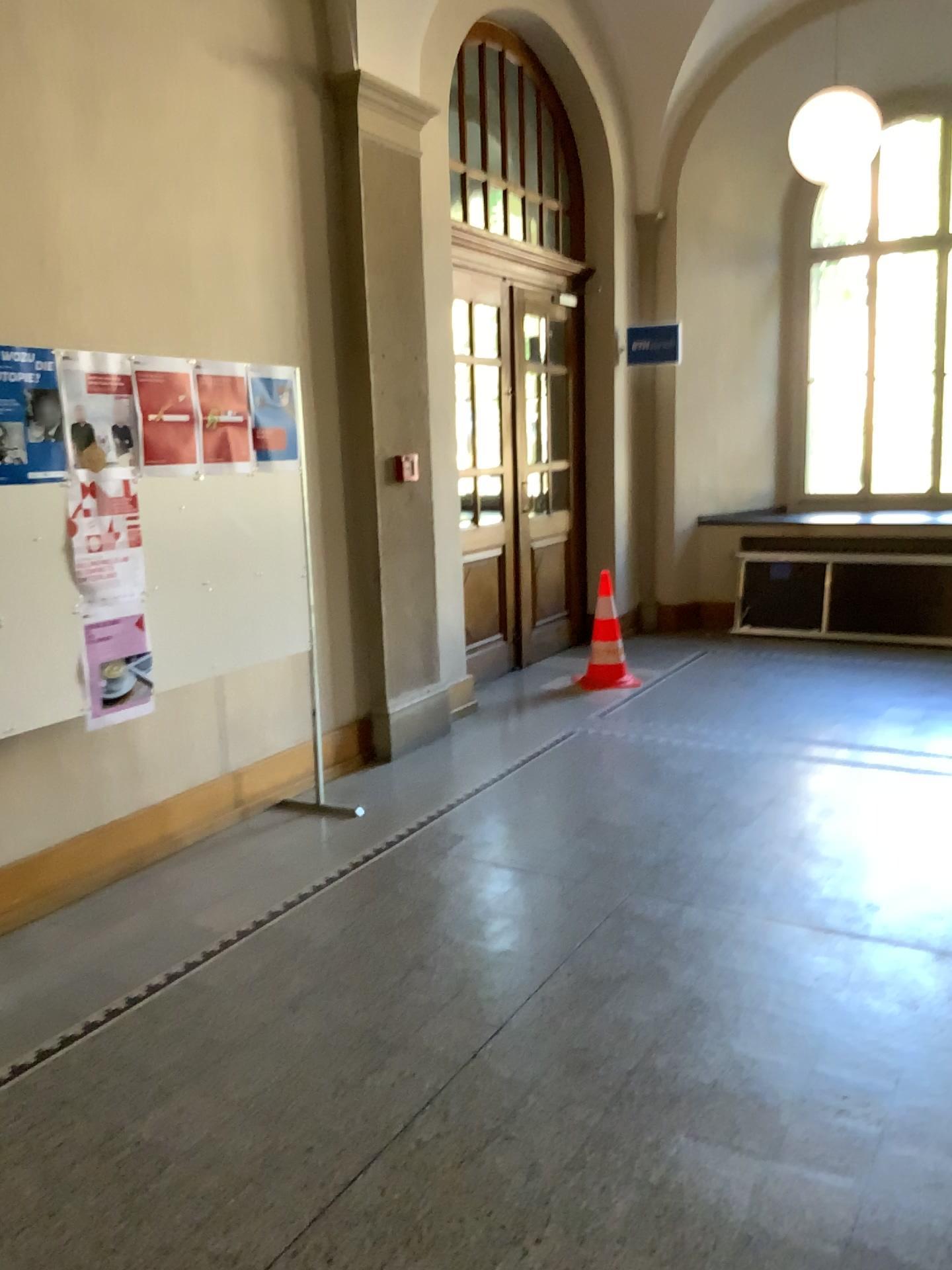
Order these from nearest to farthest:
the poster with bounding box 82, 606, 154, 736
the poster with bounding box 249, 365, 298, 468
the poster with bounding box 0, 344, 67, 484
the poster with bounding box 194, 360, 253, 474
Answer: the poster with bounding box 0, 344, 67, 484, the poster with bounding box 82, 606, 154, 736, the poster with bounding box 194, 360, 253, 474, the poster with bounding box 249, 365, 298, 468

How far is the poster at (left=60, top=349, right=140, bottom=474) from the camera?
3.5m

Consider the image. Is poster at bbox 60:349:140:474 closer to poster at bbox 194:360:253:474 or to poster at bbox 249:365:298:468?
poster at bbox 194:360:253:474

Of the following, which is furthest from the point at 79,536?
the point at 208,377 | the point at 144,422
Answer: the point at 208,377

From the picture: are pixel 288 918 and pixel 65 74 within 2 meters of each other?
no

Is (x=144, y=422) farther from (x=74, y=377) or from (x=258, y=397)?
(x=258, y=397)

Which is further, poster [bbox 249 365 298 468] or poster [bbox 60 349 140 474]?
poster [bbox 249 365 298 468]

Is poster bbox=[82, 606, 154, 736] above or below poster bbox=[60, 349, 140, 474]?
below

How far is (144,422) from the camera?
3.7 meters

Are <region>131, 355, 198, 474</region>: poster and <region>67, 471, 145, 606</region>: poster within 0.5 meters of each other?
yes
